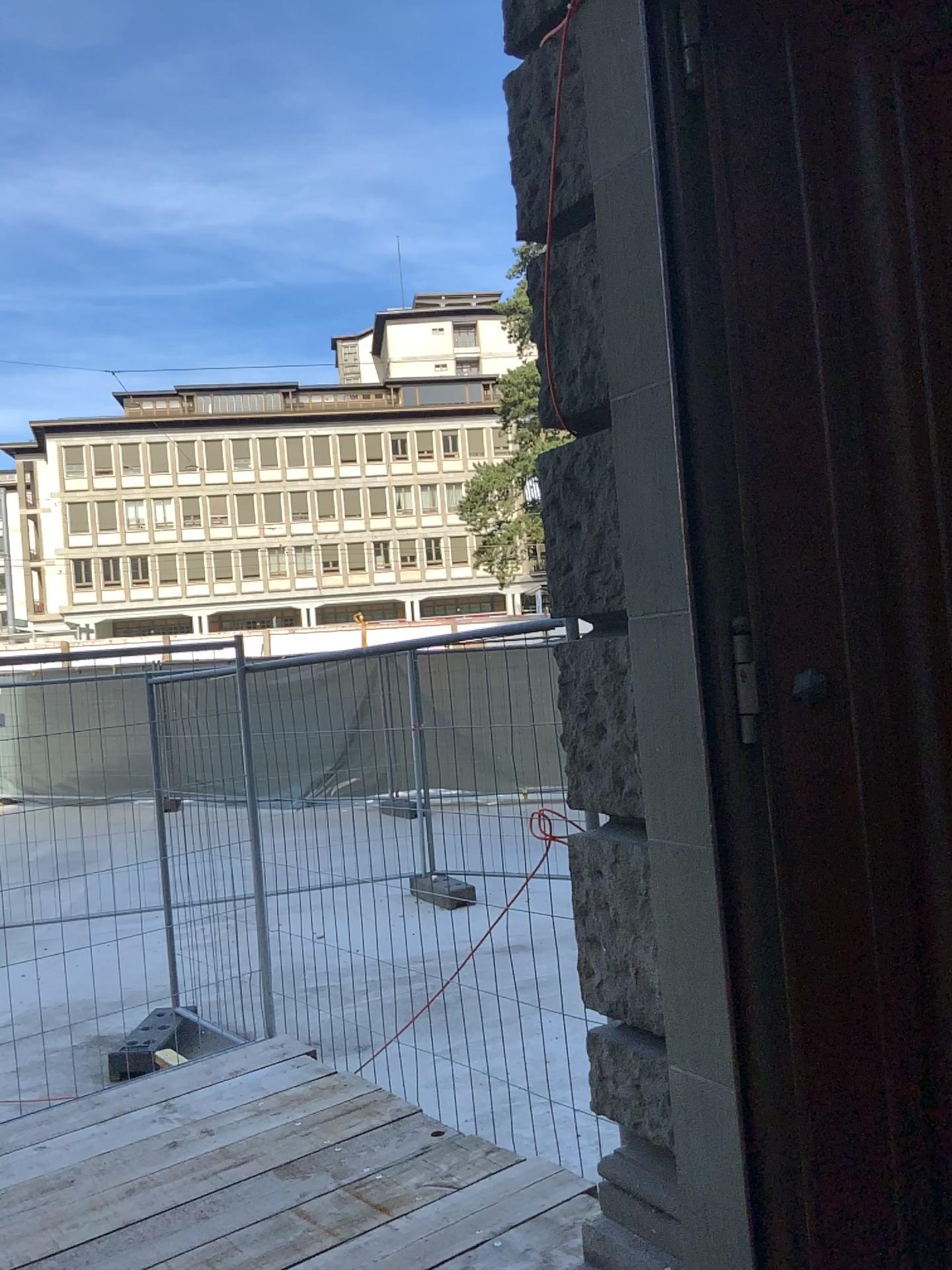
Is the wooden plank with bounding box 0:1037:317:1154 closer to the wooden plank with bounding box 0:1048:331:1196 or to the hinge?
the wooden plank with bounding box 0:1048:331:1196

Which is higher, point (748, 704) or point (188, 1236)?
point (748, 704)

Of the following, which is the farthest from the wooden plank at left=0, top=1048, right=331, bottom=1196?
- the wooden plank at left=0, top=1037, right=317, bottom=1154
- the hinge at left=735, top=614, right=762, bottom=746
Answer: the hinge at left=735, top=614, right=762, bottom=746

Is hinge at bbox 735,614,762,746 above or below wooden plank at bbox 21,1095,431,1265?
above

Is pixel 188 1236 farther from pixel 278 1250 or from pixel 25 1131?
pixel 25 1131

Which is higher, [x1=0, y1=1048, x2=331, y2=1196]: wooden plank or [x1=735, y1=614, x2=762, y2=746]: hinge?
[x1=735, y1=614, x2=762, y2=746]: hinge

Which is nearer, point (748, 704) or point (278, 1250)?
point (748, 704)

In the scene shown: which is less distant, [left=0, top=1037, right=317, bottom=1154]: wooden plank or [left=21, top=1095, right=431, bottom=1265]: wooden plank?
[left=21, top=1095, right=431, bottom=1265]: wooden plank

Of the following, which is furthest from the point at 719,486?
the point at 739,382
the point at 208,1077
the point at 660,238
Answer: the point at 208,1077

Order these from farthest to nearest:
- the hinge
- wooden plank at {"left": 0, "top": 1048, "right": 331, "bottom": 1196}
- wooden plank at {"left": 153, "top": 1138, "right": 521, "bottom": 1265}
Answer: wooden plank at {"left": 0, "top": 1048, "right": 331, "bottom": 1196}
wooden plank at {"left": 153, "top": 1138, "right": 521, "bottom": 1265}
the hinge
